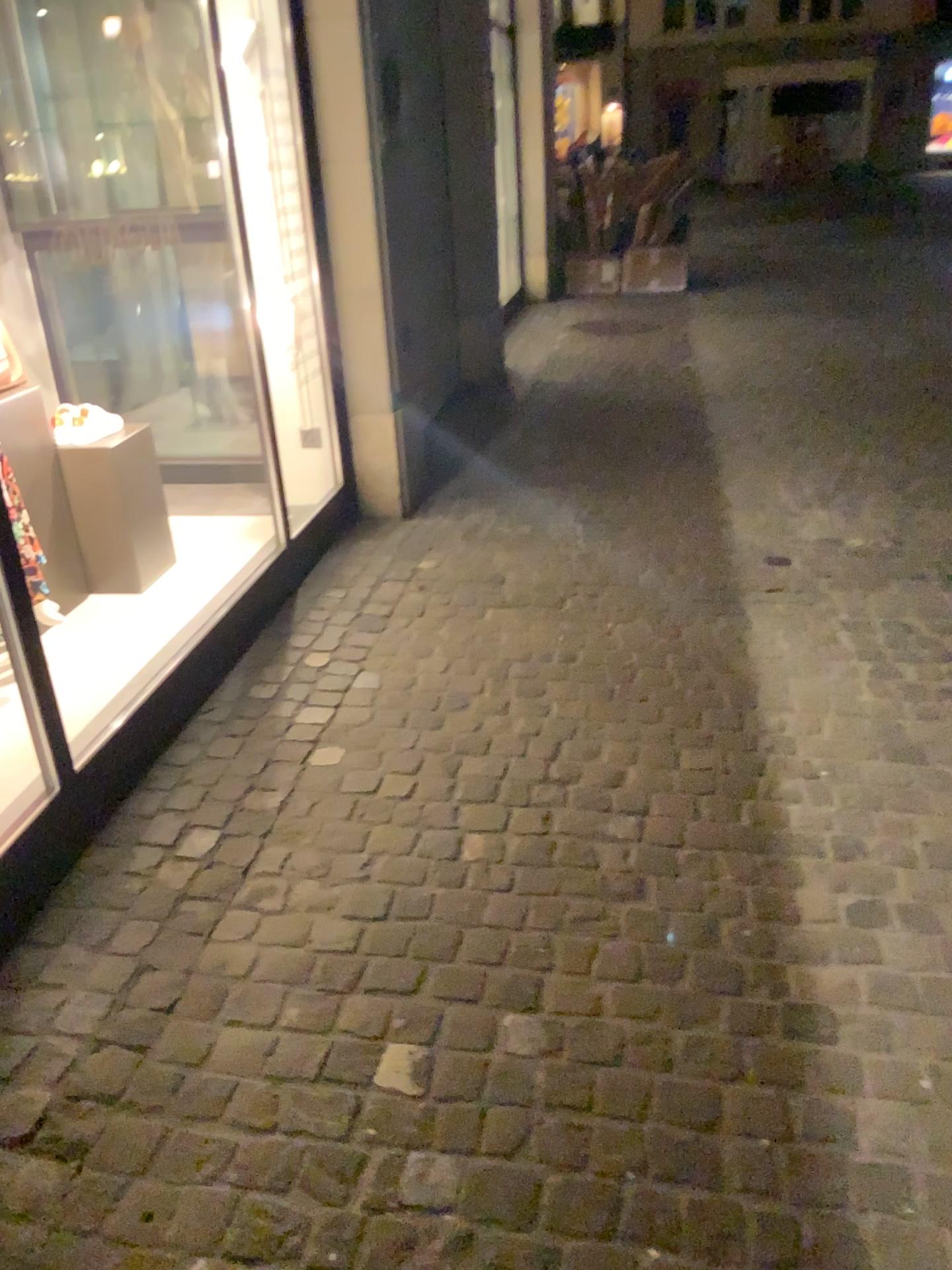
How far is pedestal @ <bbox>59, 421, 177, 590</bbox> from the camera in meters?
3.3

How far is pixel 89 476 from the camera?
3.3 meters

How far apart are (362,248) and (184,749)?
2.1m
